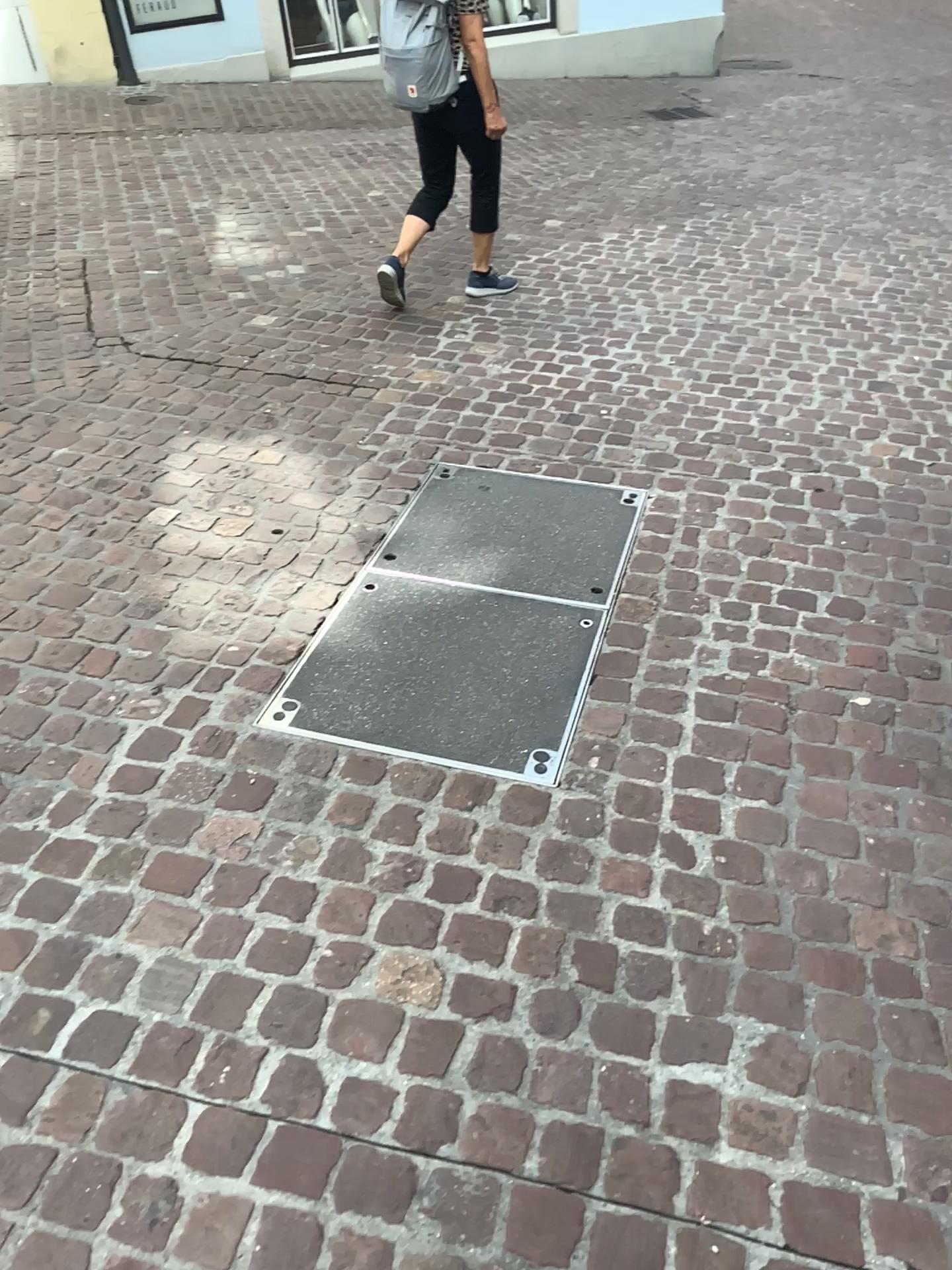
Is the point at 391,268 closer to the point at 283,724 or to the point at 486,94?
the point at 486,94

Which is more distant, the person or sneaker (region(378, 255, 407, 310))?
sneaker (region(378, 255, 407, 310))

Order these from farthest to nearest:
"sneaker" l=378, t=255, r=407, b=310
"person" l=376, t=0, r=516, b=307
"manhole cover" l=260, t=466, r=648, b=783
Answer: "sneaker" l=378, t=255, r=407, b=310 < "person" l=376, t=0, r=516, b=307 < "manhole cover" l=260, t=466, r=648, b=783

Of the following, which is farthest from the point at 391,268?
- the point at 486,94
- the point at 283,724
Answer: the point at 283,724

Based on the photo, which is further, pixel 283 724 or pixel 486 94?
pixel 486 94

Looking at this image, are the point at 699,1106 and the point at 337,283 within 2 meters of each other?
no

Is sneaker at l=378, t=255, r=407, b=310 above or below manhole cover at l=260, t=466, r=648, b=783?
above

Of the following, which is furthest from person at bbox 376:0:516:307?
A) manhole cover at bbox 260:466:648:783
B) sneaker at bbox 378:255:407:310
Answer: manhole cover at bbox 260:466:648:783

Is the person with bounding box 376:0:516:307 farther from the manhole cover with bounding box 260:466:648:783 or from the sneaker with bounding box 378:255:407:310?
the manhole cover with bounding box 260:466:648:783
